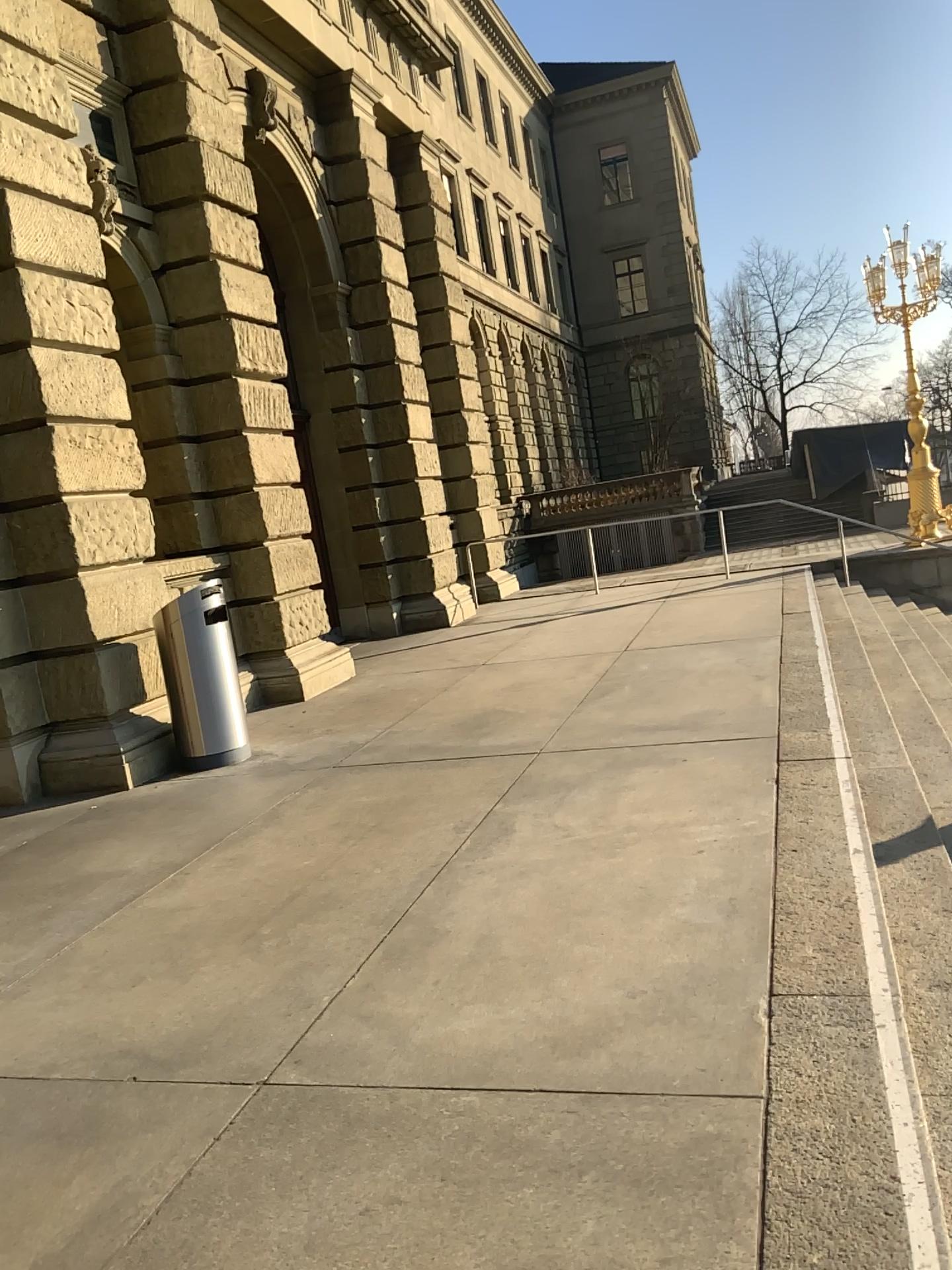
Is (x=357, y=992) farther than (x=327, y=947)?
No
